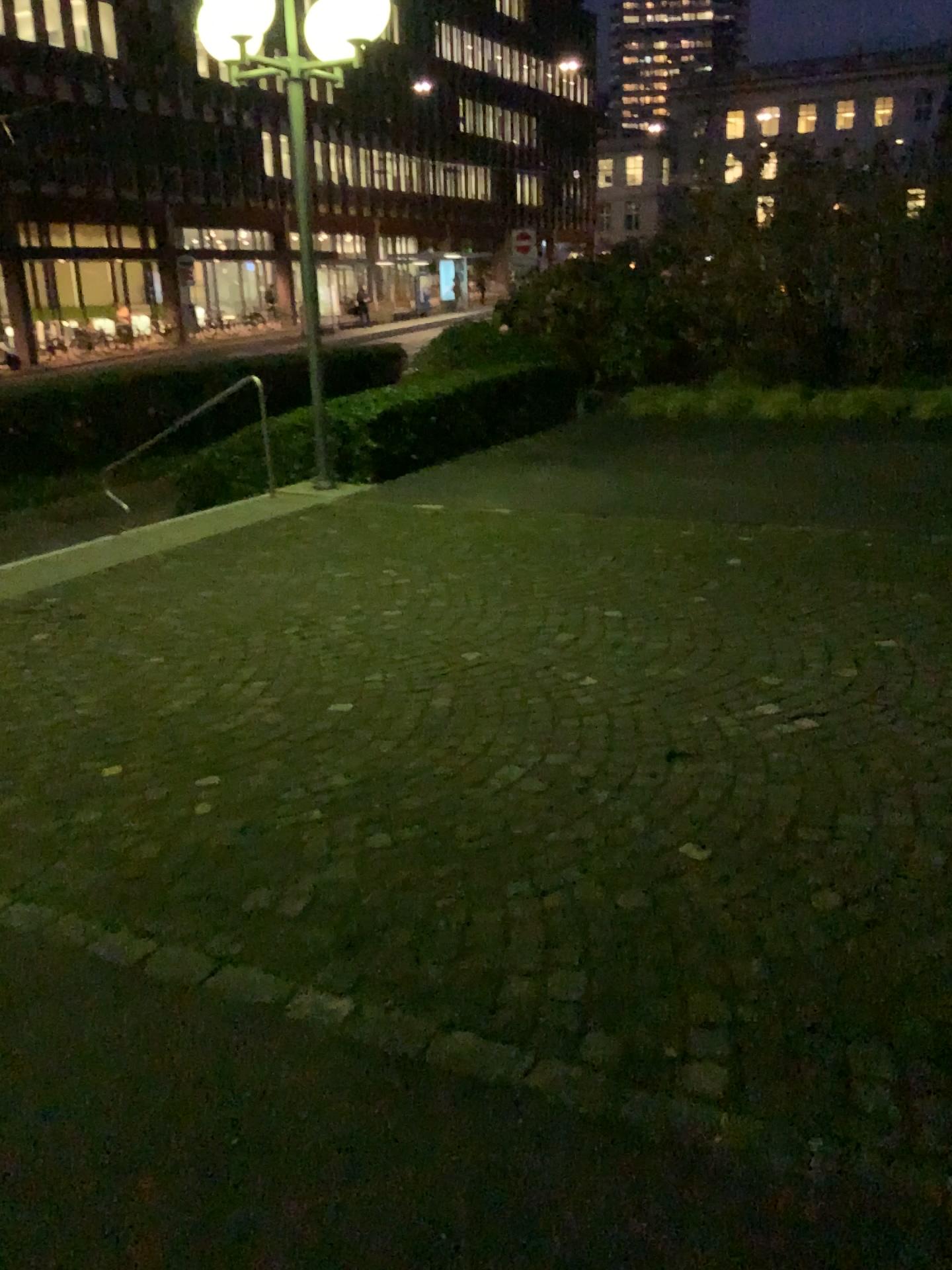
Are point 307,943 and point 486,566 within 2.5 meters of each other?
no
